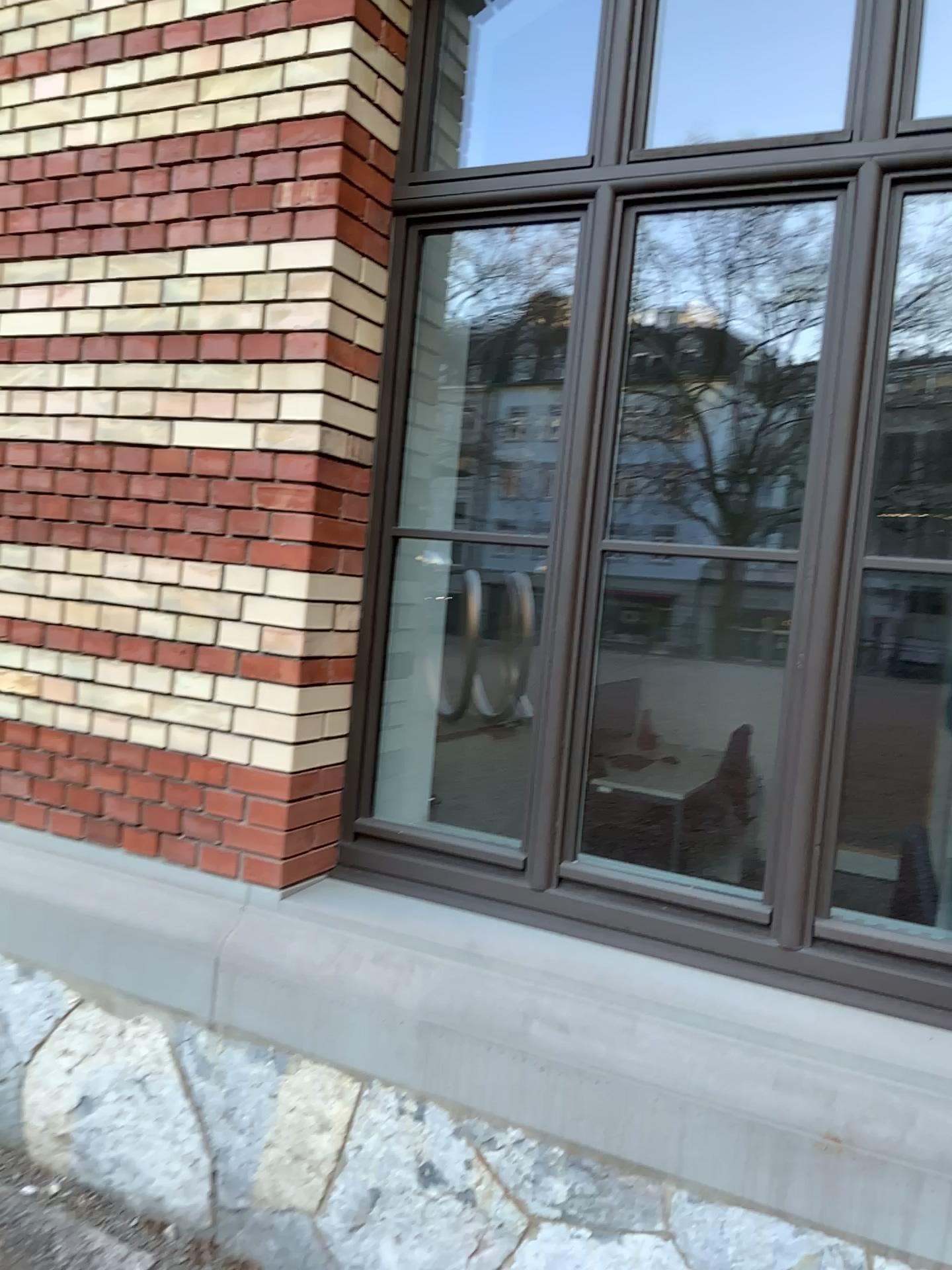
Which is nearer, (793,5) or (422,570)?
(422,570)

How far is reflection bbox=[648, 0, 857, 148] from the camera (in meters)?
3.92

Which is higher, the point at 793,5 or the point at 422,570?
the point at 793,5

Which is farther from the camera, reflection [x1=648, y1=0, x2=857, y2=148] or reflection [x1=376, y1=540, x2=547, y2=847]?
reflection [x1=648, y1=0, x2=857, y2=148]

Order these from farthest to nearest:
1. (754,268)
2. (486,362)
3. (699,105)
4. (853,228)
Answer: (486,362) → (699,105) → (754,268) → (853,228)

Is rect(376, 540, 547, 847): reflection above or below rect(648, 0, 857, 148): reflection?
below

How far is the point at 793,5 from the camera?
3.9m
